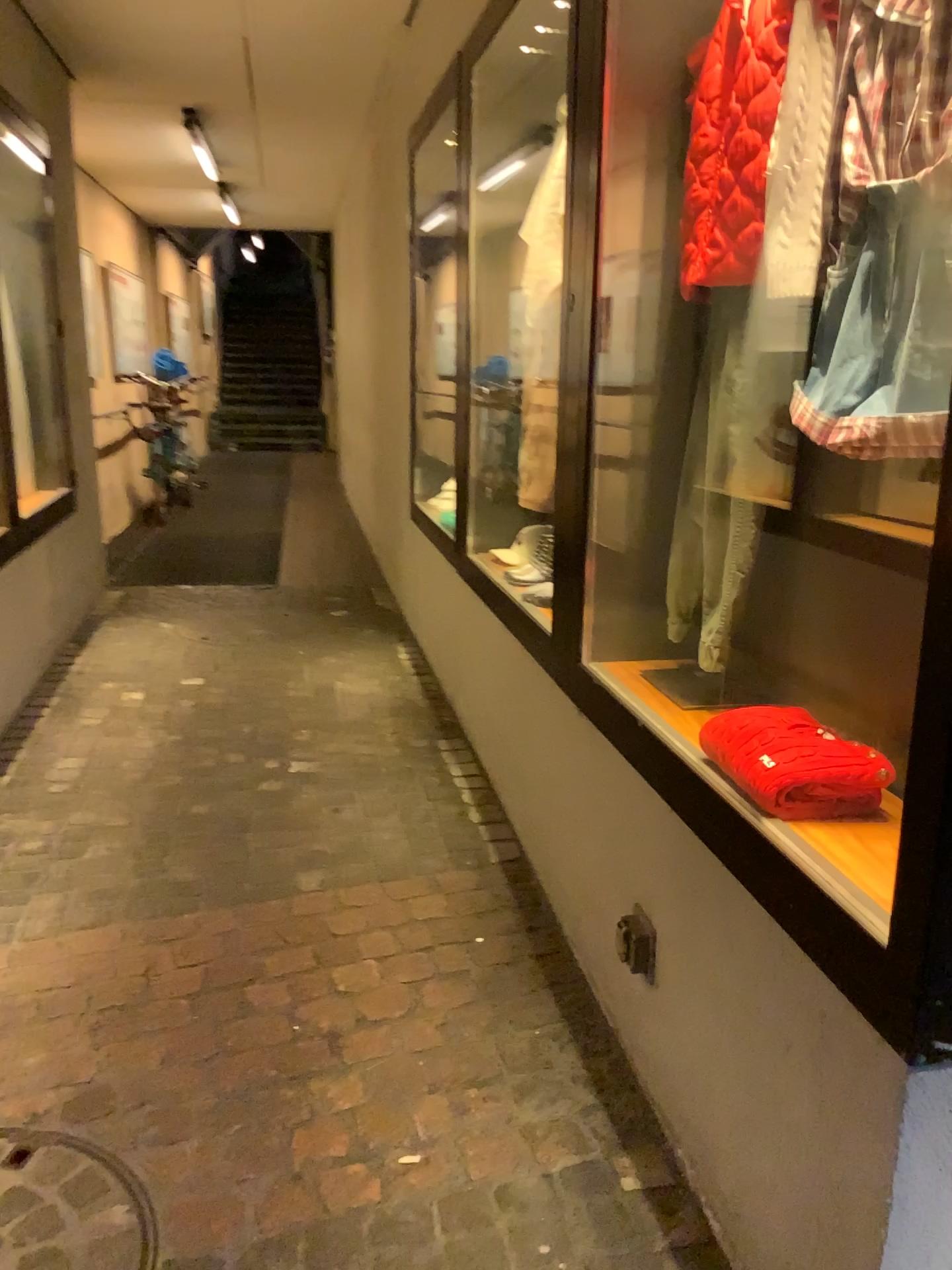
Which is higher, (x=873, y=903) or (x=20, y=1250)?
(x=873, y=903)

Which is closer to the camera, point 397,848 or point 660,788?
point 660,788

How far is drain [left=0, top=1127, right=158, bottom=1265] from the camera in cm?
153

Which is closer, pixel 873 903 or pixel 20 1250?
pixel 873 903

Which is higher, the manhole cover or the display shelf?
the display shelf

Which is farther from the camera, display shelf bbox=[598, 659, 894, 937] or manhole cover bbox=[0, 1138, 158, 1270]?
manhole cover bbox=[0, 1138, 158, 1270]

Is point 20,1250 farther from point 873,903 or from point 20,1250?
point 873,903

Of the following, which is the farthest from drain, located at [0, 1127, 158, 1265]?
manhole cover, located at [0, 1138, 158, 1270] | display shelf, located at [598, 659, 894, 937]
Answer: display shelf, located at [598, 659, 894, 937]

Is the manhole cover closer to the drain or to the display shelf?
the drain

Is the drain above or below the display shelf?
below
